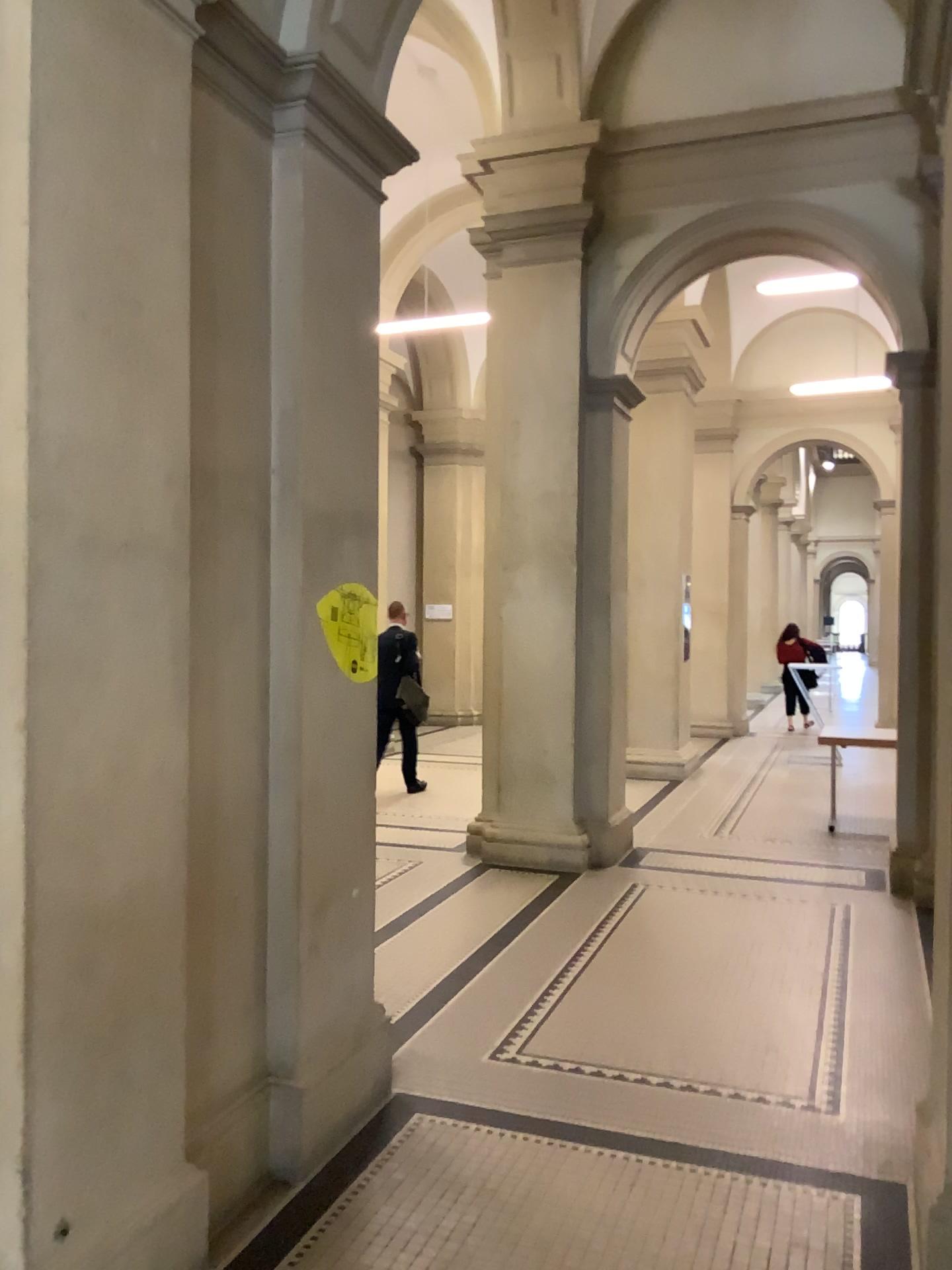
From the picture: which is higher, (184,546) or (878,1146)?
(184,546)
